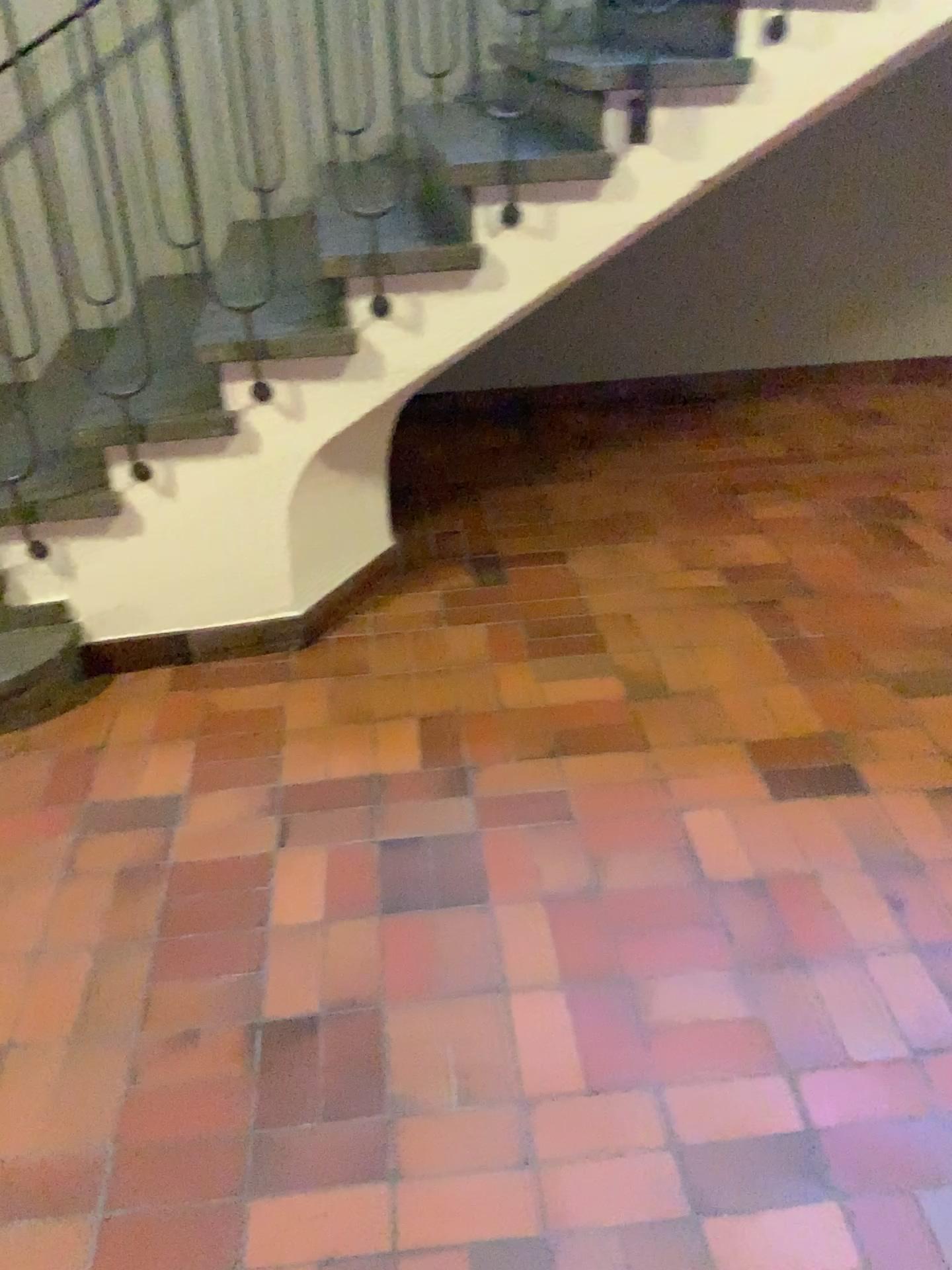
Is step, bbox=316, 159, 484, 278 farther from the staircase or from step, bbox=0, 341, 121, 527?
step, bbox=0, 341, 121, 527

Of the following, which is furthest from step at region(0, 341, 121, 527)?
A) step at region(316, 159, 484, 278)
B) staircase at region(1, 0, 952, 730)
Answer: step at region(316, 159, 484, 278)

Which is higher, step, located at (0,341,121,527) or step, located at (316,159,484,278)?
Answer: step, located at (316,159,484,278)

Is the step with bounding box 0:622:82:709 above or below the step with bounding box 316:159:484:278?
below

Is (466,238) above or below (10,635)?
above

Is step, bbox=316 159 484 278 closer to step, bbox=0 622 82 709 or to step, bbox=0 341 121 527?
step, bbox=0 341 121 527

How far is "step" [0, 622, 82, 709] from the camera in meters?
2.4 m

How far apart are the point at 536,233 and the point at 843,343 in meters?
2.5 m

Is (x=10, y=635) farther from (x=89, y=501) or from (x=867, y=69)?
(x=867, y=69)

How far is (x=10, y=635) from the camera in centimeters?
245cm
